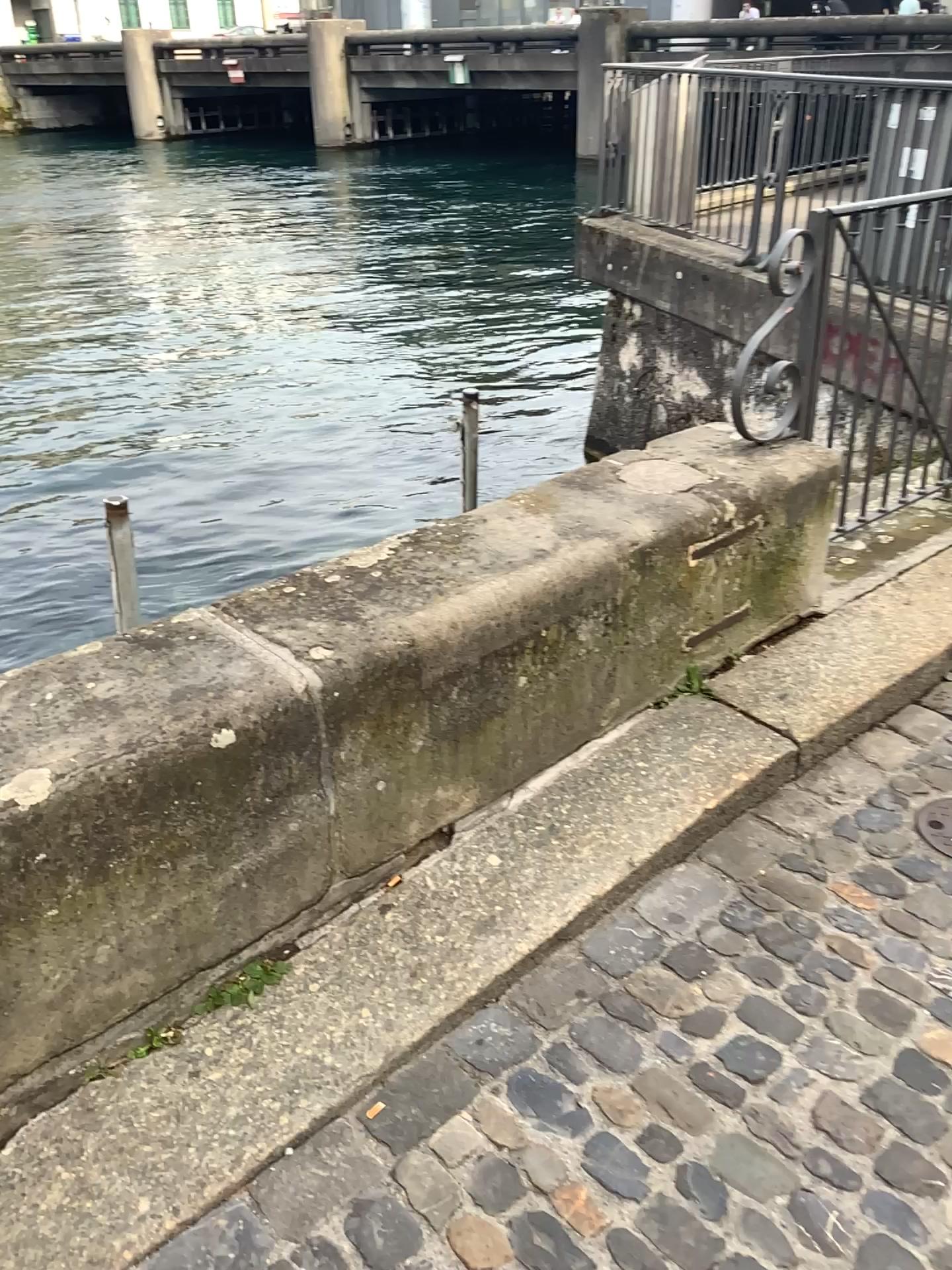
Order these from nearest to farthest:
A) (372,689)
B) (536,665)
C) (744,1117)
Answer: (744,1117)
(372,689)
(536,665)

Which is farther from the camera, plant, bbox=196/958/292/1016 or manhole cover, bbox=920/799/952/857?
manhole cover, bbox=920/799/952/857

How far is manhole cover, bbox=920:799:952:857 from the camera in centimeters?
225cm

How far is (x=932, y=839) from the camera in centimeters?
225cm

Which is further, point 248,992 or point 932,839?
point 932,839
